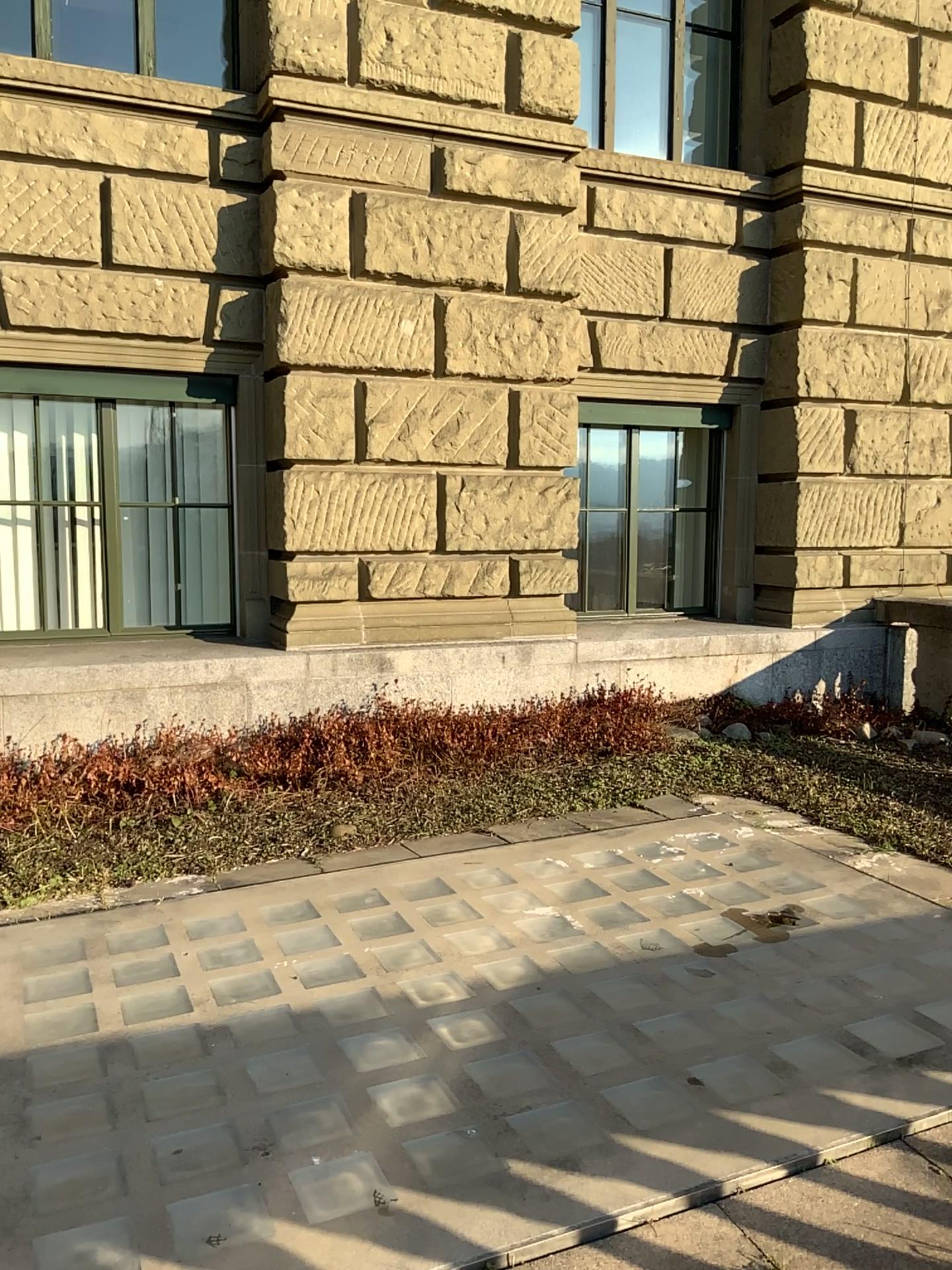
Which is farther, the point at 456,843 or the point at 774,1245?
the point at 456,843

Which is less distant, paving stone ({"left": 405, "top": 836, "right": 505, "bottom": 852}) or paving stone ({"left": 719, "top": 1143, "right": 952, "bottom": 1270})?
paving stone ({"left": 719, "top": 1143, "right": 952, "bottom": 1270})

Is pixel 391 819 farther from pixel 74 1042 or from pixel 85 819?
pixel 74 1042

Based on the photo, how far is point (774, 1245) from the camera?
2.0 meters

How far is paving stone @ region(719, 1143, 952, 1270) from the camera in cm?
199
